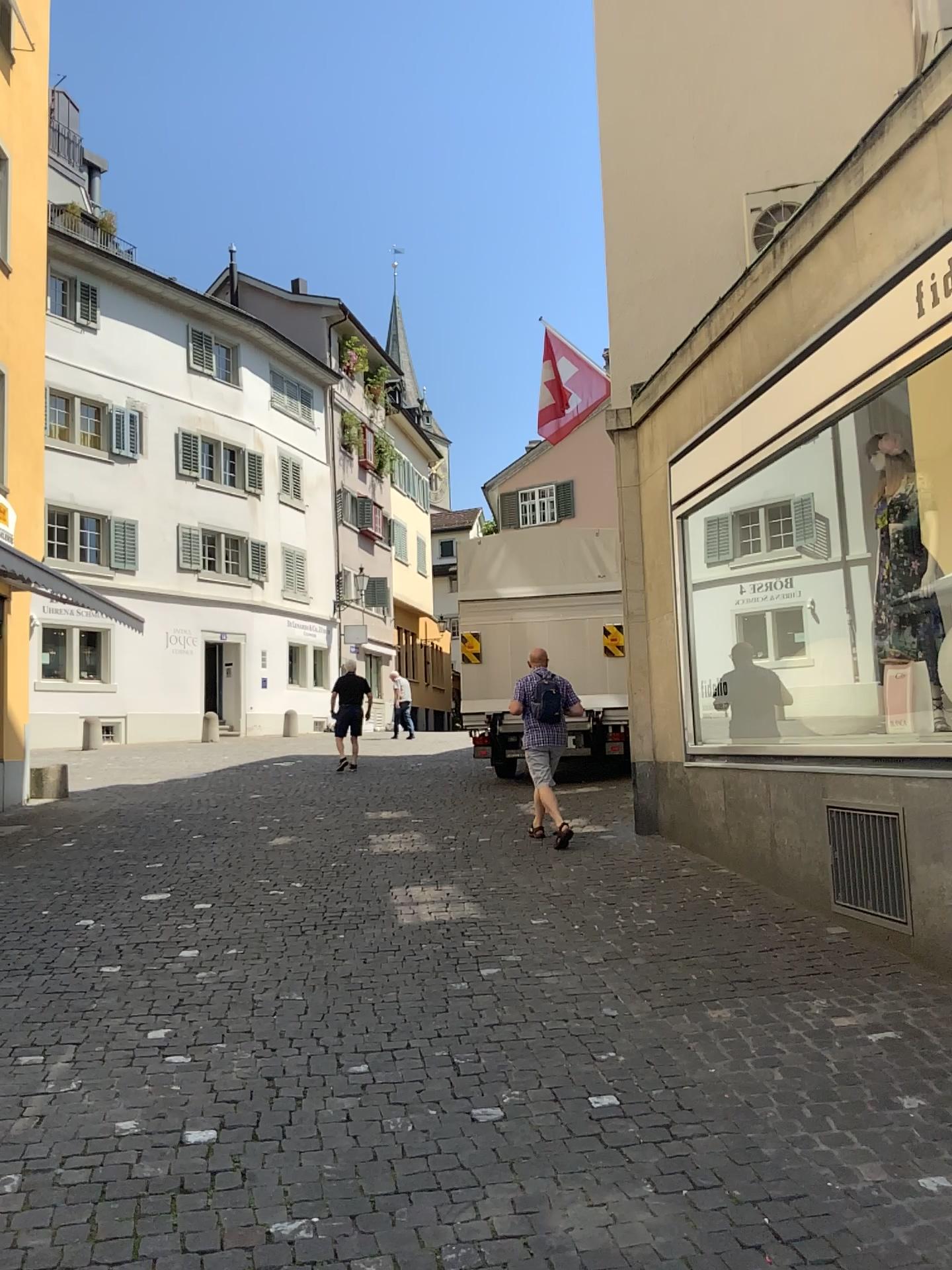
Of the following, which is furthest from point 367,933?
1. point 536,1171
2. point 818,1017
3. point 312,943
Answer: point 536,1171
